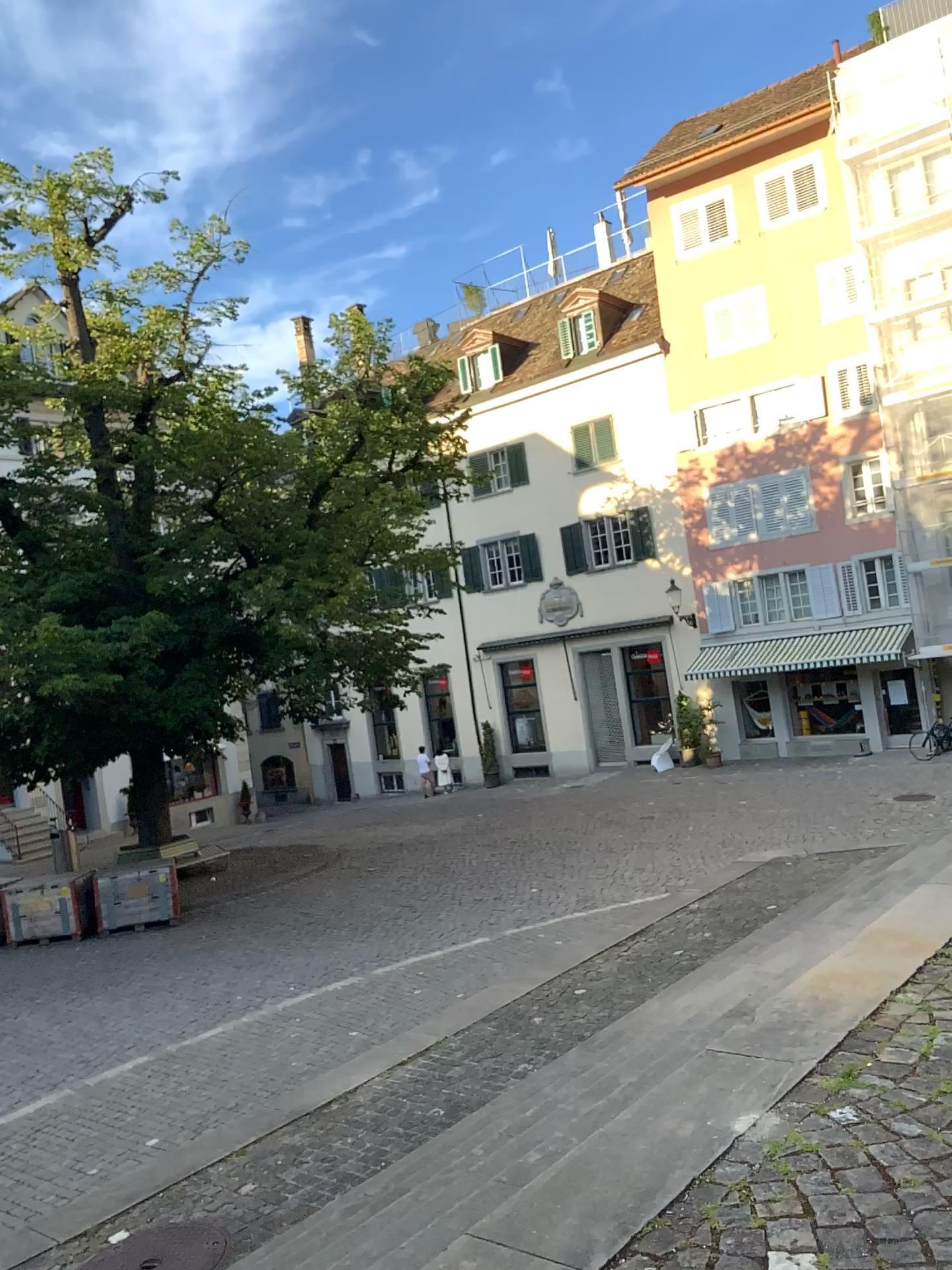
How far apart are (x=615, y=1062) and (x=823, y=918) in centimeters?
144cm
